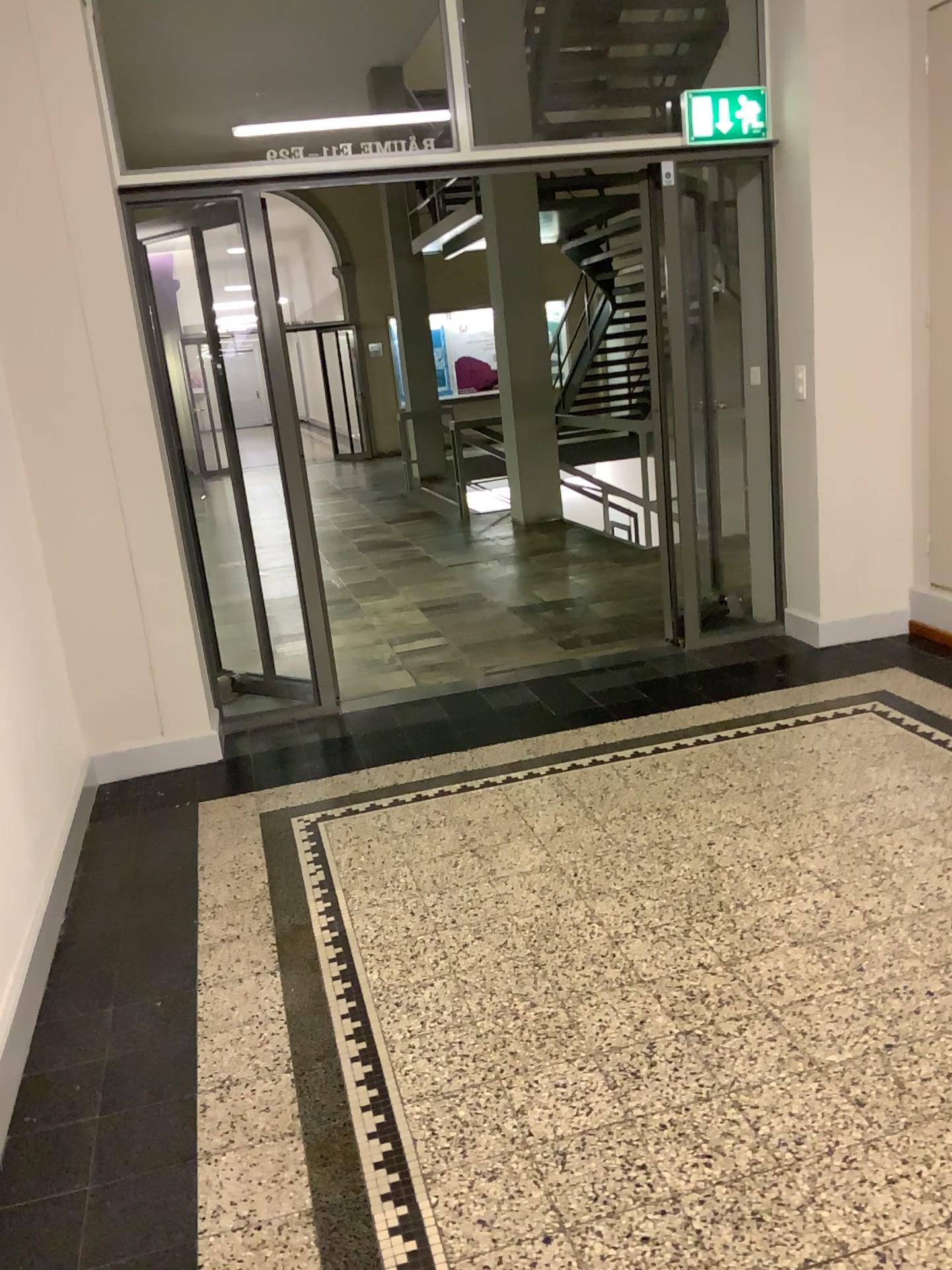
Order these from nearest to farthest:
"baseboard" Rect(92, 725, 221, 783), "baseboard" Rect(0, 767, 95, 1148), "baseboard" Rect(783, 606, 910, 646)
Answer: "baseboard" Rect(0, 767, 95, 1148)
"baseboard" Rect(92, 725, 221, 783)
"baseboard" Rect(783, 606, 910, 646)

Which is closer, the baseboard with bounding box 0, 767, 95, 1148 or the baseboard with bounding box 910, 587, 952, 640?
the baseboard with bounding box 0, 767, 95, 1148

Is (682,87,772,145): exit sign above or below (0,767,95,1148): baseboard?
above

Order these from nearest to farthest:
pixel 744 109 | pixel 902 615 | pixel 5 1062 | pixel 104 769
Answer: pixel 5 1062, pixel 104 769, pixel 744 109, pixel 902 615

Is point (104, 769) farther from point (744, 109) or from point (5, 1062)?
point (744, 109)

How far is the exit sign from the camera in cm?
438

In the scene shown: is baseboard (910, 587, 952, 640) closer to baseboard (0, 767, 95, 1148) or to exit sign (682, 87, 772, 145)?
exit sign (682, 87, 772, 145)

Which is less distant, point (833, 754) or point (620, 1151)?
point (620, 1151)

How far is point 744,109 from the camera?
4.38m

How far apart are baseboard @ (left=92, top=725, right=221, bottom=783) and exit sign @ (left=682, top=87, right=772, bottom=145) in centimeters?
319cm
